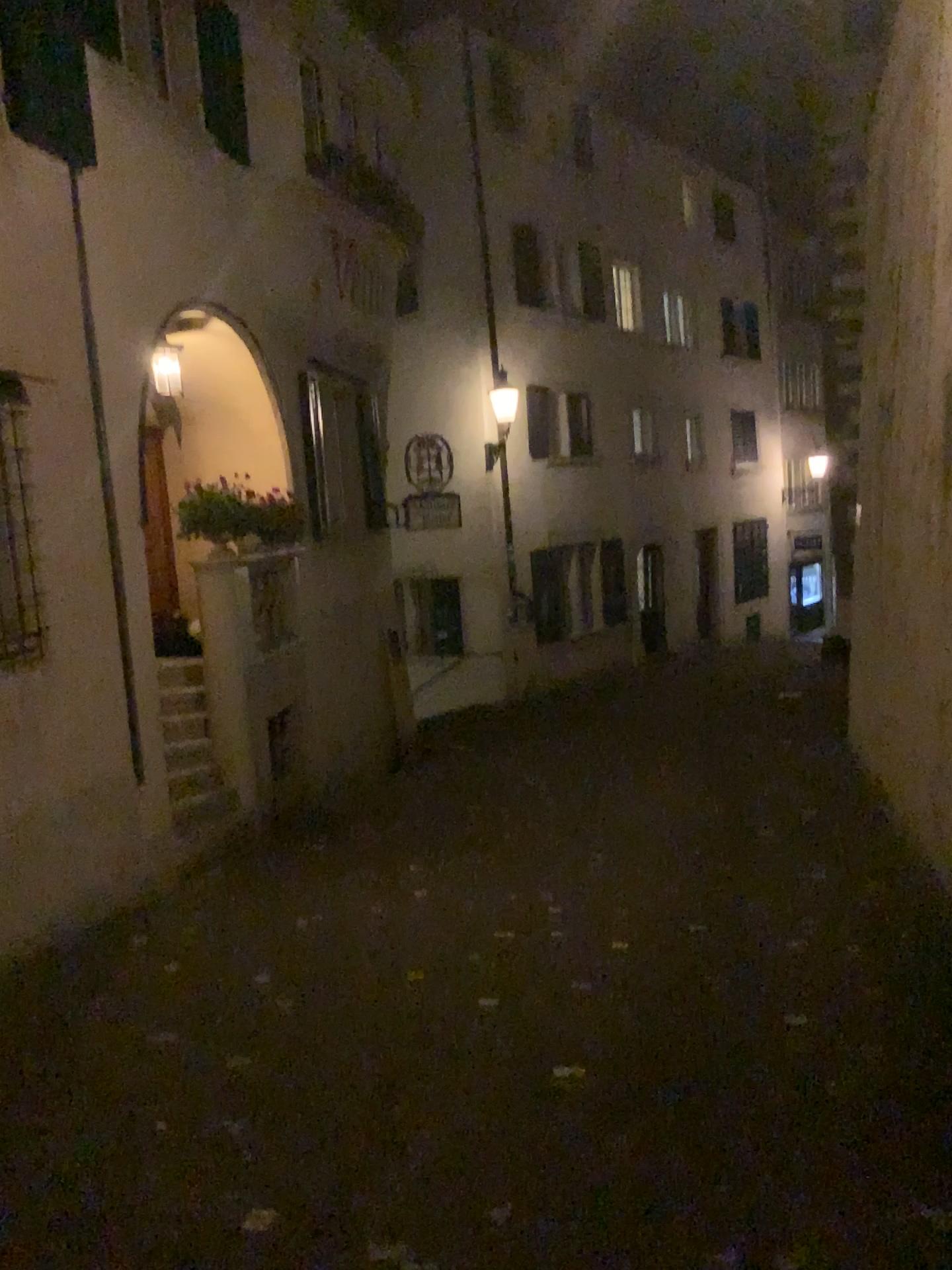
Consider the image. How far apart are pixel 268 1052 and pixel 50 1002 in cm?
120
